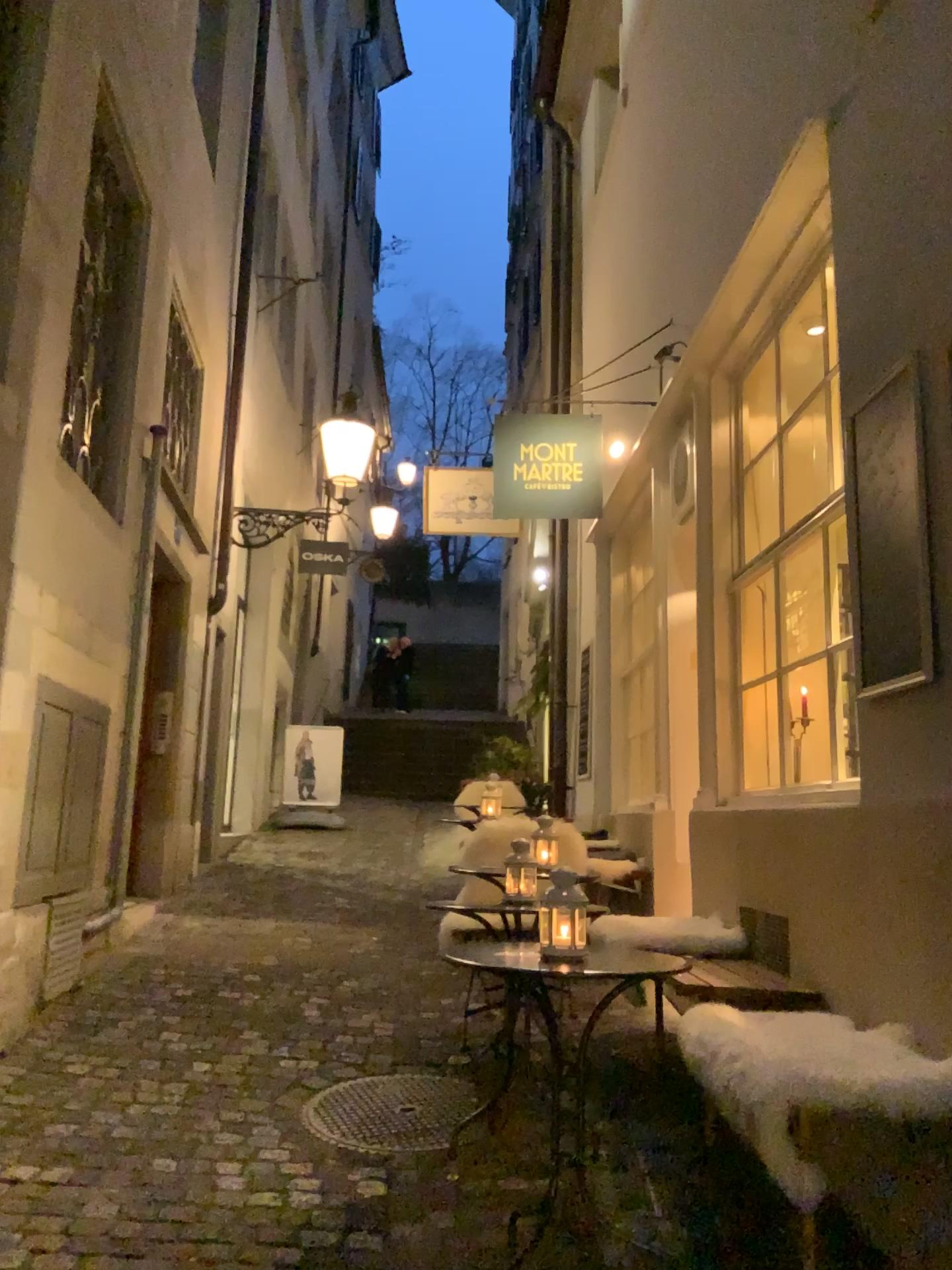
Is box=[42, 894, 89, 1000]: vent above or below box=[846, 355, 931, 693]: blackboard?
below

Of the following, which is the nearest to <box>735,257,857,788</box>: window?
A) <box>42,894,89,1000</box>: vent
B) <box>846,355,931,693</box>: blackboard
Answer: <box>846,355,931,693</box>: blackboard

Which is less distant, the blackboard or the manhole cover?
the blackboard

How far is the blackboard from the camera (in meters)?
2.54

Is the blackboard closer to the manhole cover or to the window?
the window

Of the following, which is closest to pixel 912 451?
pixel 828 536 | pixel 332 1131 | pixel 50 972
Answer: pixel 828 536

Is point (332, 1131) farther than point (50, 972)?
No

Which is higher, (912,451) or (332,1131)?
(912,451)

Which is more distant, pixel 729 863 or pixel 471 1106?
pixel 729 863

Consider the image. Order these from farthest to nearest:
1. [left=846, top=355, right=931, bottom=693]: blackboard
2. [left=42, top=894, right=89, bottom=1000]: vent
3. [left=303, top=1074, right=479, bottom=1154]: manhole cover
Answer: Answer: [left=42, top=894, right=89, bottom=1000]: vent < [left=303, top=1074, right=479, bottom=1154]: manhole cover < [left=846, top=355, right=931, bottom=693]: blackboard
